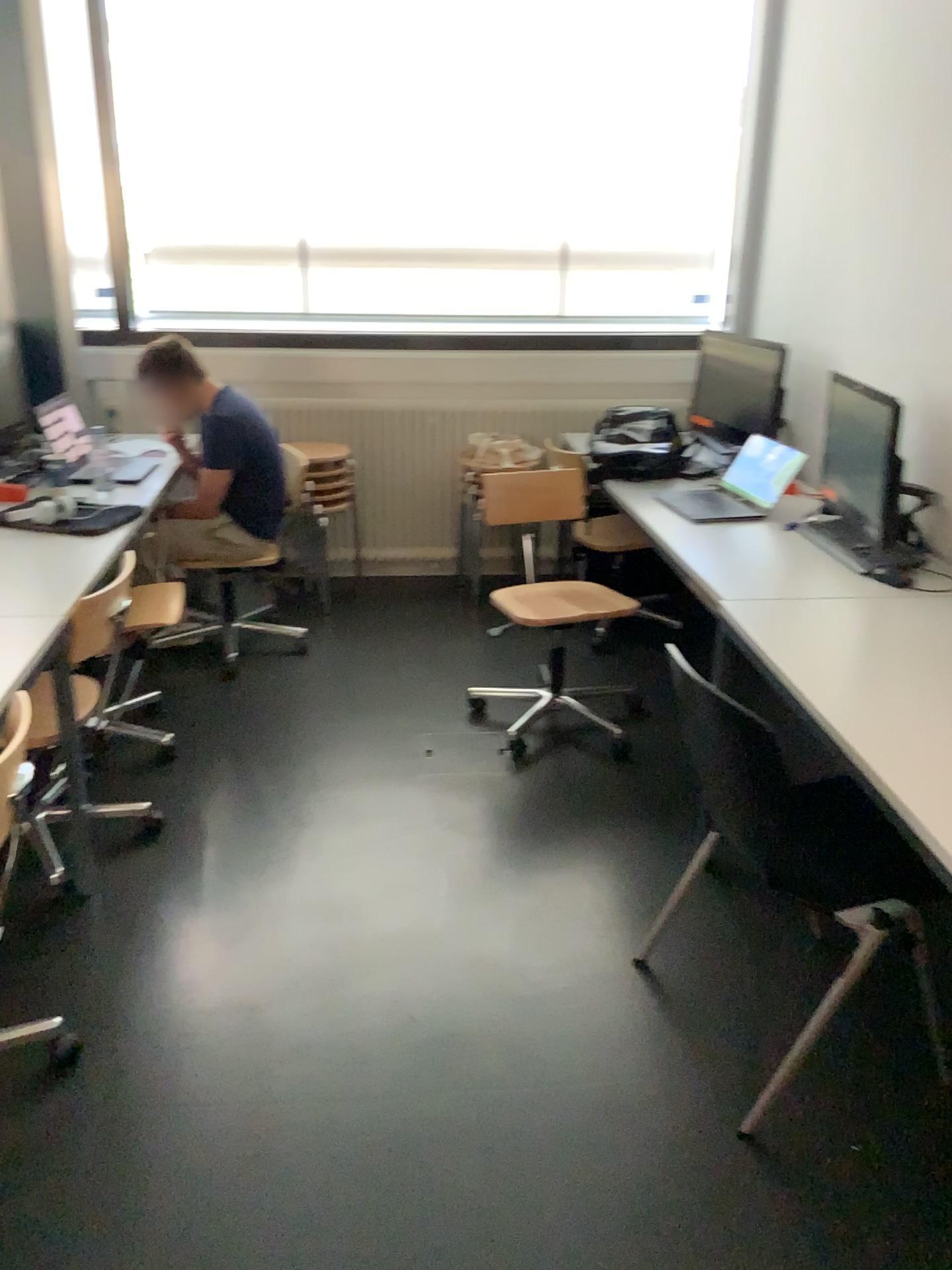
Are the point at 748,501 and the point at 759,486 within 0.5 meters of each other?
yes

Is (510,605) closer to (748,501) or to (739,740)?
(748,501)

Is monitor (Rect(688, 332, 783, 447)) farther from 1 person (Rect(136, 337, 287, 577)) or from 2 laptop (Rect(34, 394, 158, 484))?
2 laptop (Rect(34, 394, 158, 484))

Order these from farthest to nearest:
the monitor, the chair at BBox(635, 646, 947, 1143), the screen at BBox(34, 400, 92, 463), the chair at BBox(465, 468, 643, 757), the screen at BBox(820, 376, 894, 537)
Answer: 1. the monitor
2. the screen at BBox(34, 400, 92, 463)
3. the chair at BBox(465, 468, 643, 757)
4. the screen at BBox(820, 376, 894, 537)
5. the chair at BBox(635, 646, 947, 1143)

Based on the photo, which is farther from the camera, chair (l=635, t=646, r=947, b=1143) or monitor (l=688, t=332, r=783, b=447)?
monitor (l=688, t=332, r=783, b=447)

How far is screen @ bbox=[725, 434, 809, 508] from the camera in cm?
335

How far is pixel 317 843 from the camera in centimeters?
286cm

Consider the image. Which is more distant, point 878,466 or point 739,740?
point 878,466

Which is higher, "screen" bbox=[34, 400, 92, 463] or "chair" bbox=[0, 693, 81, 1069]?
"screen" bbox=[34, 400, 92, 463]

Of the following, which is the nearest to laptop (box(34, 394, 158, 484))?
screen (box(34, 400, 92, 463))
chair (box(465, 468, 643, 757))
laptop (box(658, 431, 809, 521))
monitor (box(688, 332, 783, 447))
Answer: screen (box(34, 400, 92, 463))
